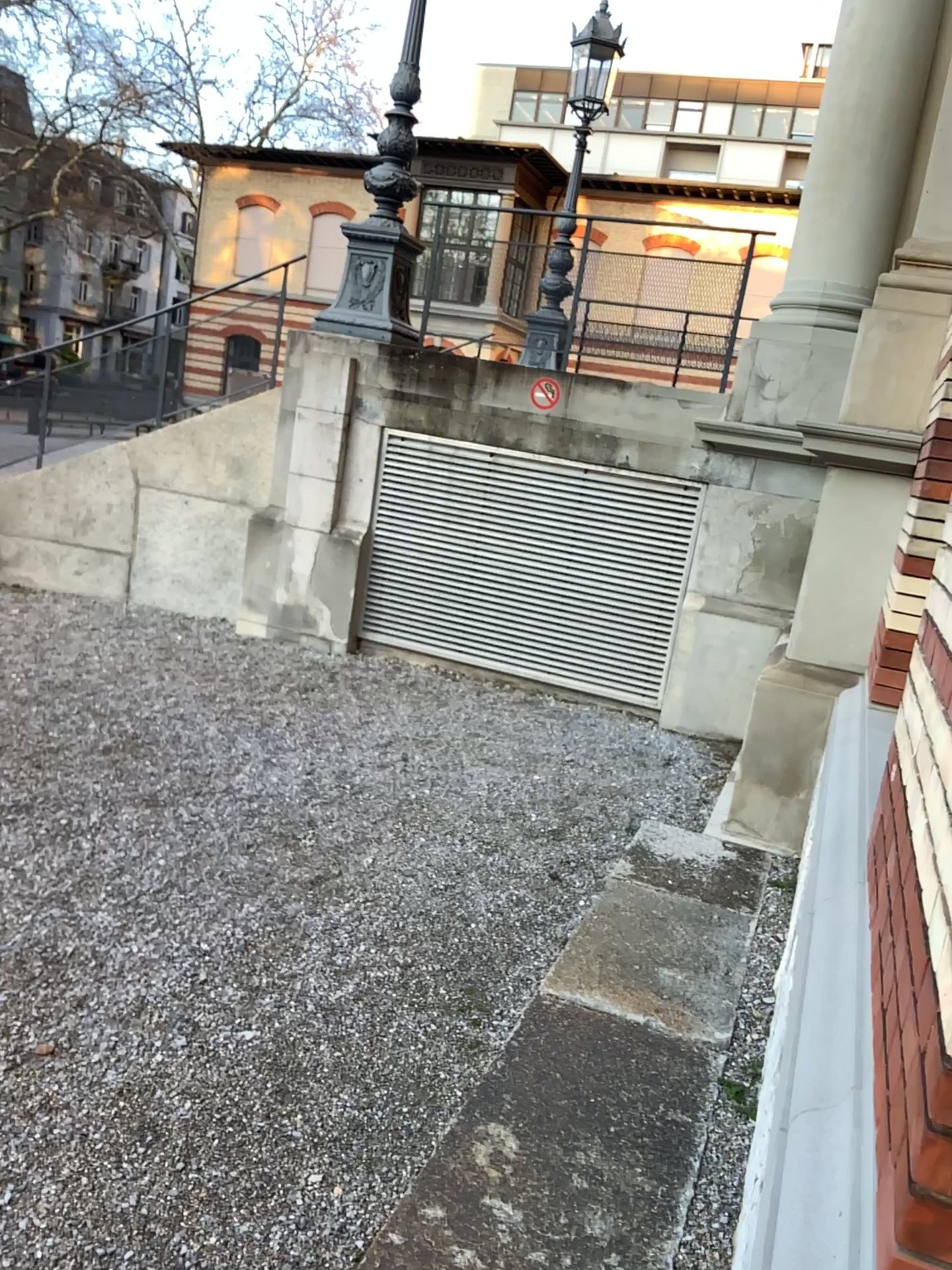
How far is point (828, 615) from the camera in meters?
4.8 m
